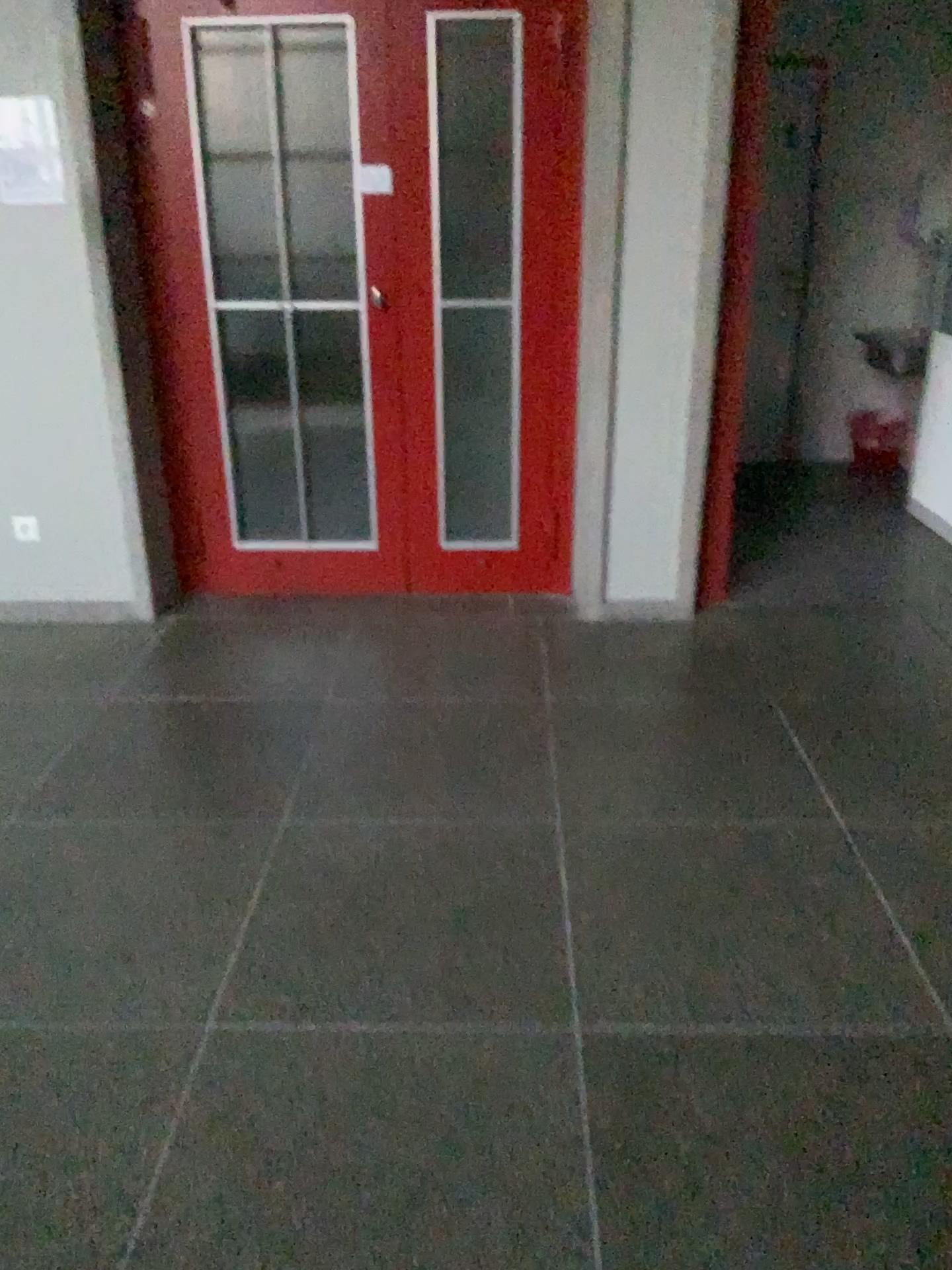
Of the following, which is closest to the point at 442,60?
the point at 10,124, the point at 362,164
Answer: the point at 362,164

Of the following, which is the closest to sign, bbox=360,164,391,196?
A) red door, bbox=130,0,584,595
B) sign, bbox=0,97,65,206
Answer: red door, bbox=130,0,584,595

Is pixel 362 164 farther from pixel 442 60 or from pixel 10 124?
pixel 10 124

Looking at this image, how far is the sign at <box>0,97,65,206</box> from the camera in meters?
Answer: 3.3

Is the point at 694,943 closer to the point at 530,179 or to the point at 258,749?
the point at 258,749

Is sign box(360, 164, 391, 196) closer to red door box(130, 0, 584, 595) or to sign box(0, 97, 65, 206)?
red door box(130, 0, 584, 595)

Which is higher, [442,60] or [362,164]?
[442,60]

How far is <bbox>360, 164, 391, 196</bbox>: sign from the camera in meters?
3.5

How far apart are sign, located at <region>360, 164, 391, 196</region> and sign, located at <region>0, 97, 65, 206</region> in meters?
1.0 m
